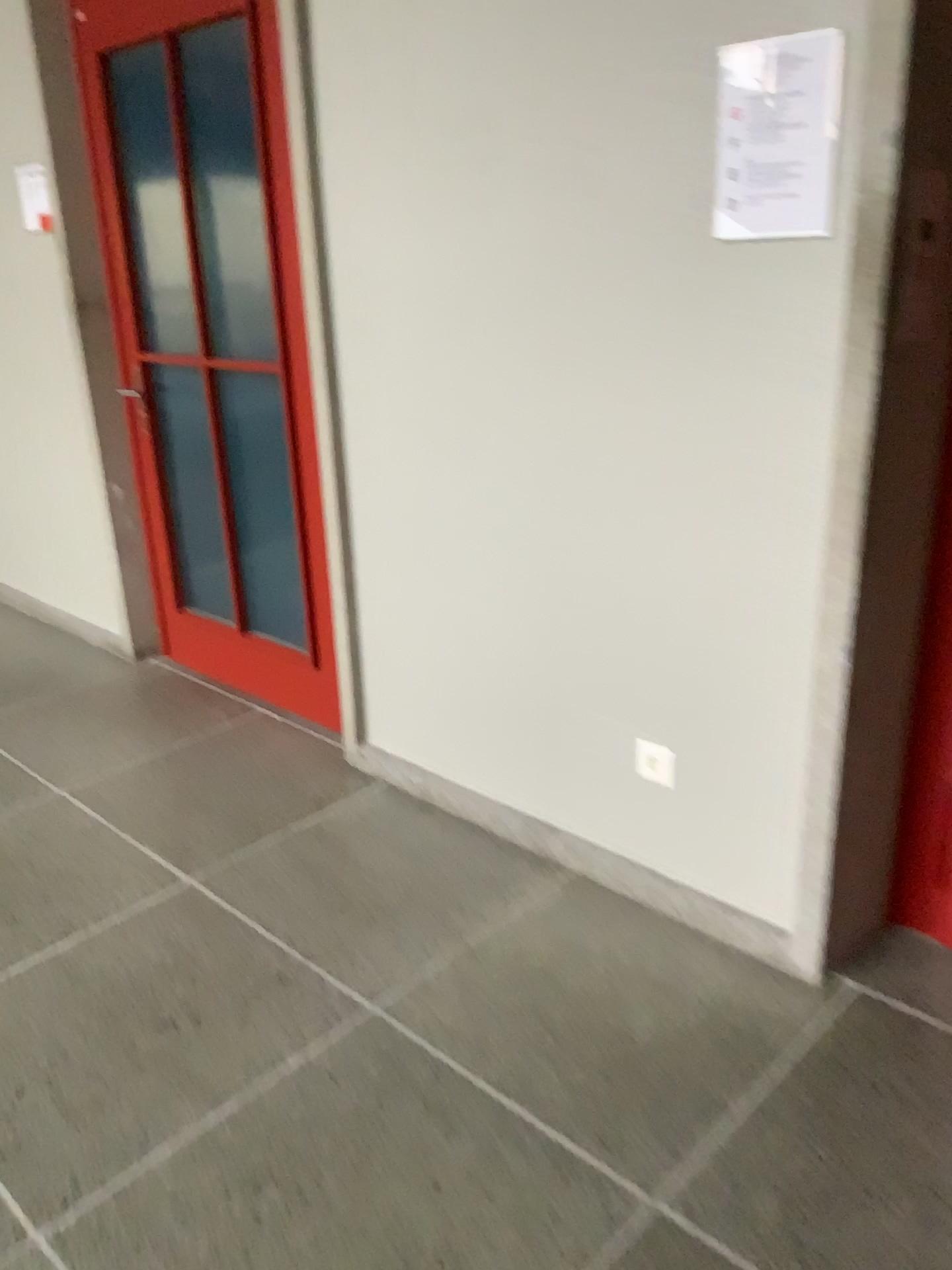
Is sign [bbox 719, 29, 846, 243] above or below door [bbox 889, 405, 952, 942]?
above

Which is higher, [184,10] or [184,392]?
[184,10]

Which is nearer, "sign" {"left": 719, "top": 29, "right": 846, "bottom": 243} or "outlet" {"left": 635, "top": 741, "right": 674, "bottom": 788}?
"sign" {"left": 719, "top": 29, "right": 846, "bottom": 243}

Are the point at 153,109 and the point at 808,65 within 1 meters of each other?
no

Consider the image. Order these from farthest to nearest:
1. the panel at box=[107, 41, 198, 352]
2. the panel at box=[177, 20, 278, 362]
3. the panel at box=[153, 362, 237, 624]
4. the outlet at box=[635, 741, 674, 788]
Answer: the panel at box=[153, 362, 237, 624] → the panel at box=[107, 41, 198, 352] → the panel at box=[177, 20, 278, 362] → the outlet at box=[635, 741, 674, 788]

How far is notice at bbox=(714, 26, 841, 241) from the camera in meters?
1.7

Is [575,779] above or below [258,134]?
below

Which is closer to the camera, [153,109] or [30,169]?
[153,109]

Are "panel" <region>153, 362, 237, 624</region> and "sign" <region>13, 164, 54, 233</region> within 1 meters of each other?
yes

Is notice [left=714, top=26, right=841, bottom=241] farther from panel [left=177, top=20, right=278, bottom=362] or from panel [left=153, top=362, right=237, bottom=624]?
panel [left=153, top=362, right=237, bottom=624]
